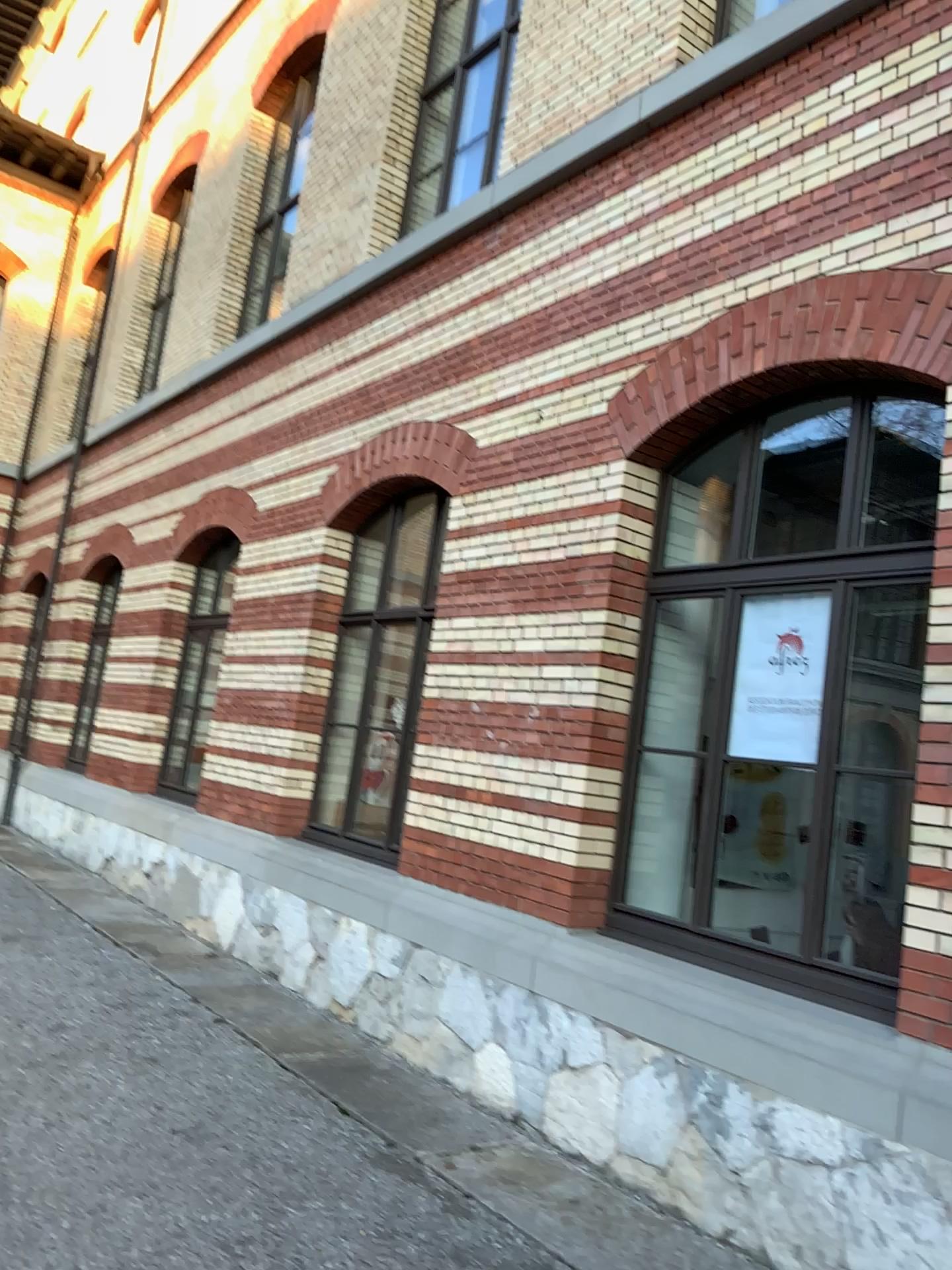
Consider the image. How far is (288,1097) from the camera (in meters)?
4.69

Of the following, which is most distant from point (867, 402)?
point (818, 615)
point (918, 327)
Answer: point (818, 615)

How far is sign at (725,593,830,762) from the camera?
4.5m

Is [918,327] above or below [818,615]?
above

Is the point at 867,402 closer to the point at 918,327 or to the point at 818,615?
the point at 918,327

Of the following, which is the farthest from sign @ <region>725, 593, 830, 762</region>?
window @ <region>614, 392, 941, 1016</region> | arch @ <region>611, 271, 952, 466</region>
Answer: arch @ <region>611, 271, 952, 466</region>

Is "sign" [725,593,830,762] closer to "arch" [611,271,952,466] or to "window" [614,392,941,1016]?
"window" [614,392,941,1016]

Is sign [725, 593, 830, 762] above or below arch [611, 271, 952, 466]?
below
